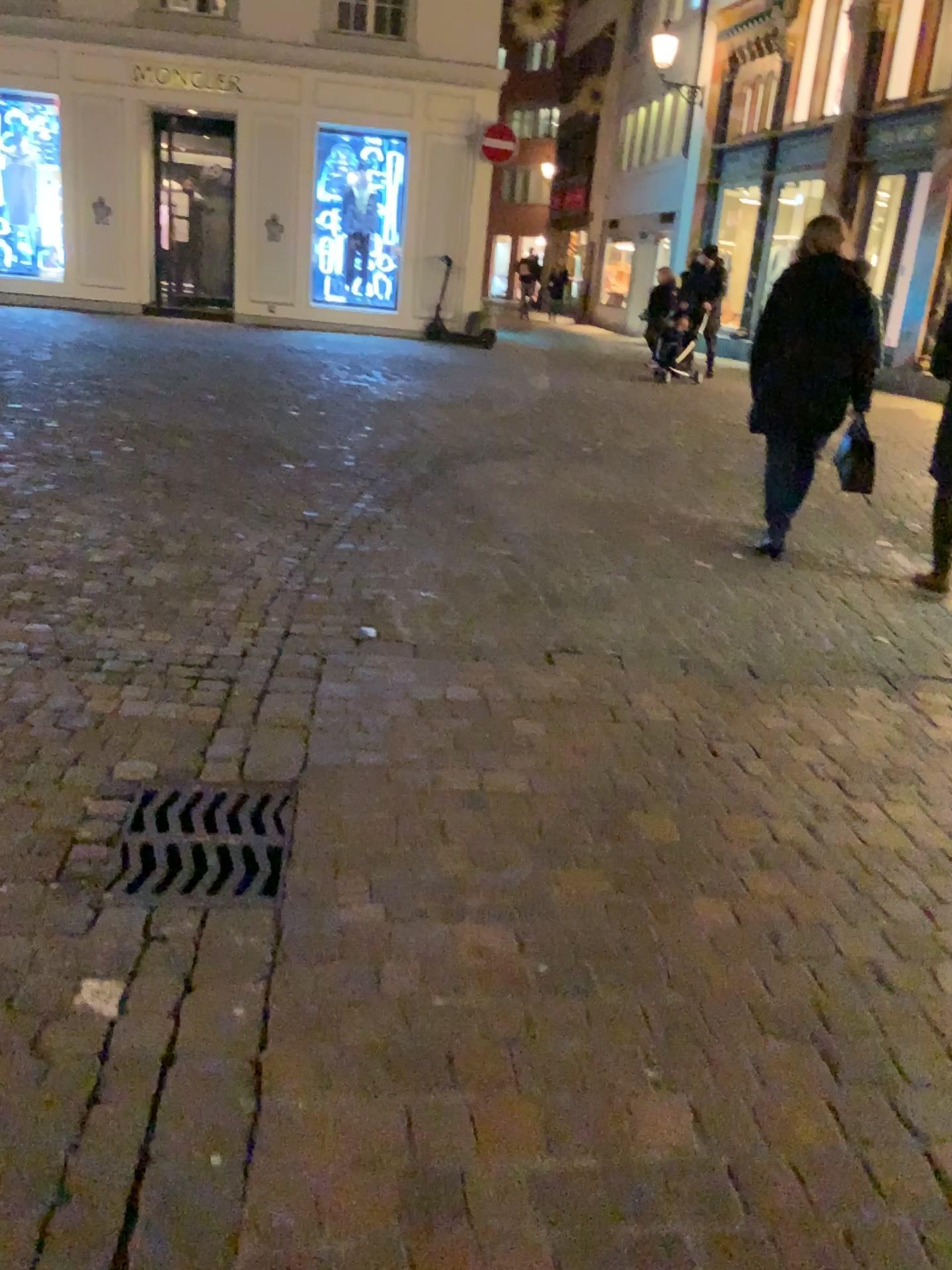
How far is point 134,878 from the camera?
2.3m

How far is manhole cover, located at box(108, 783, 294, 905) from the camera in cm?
227

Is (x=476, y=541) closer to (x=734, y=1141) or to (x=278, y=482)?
(x=278, y=482)
